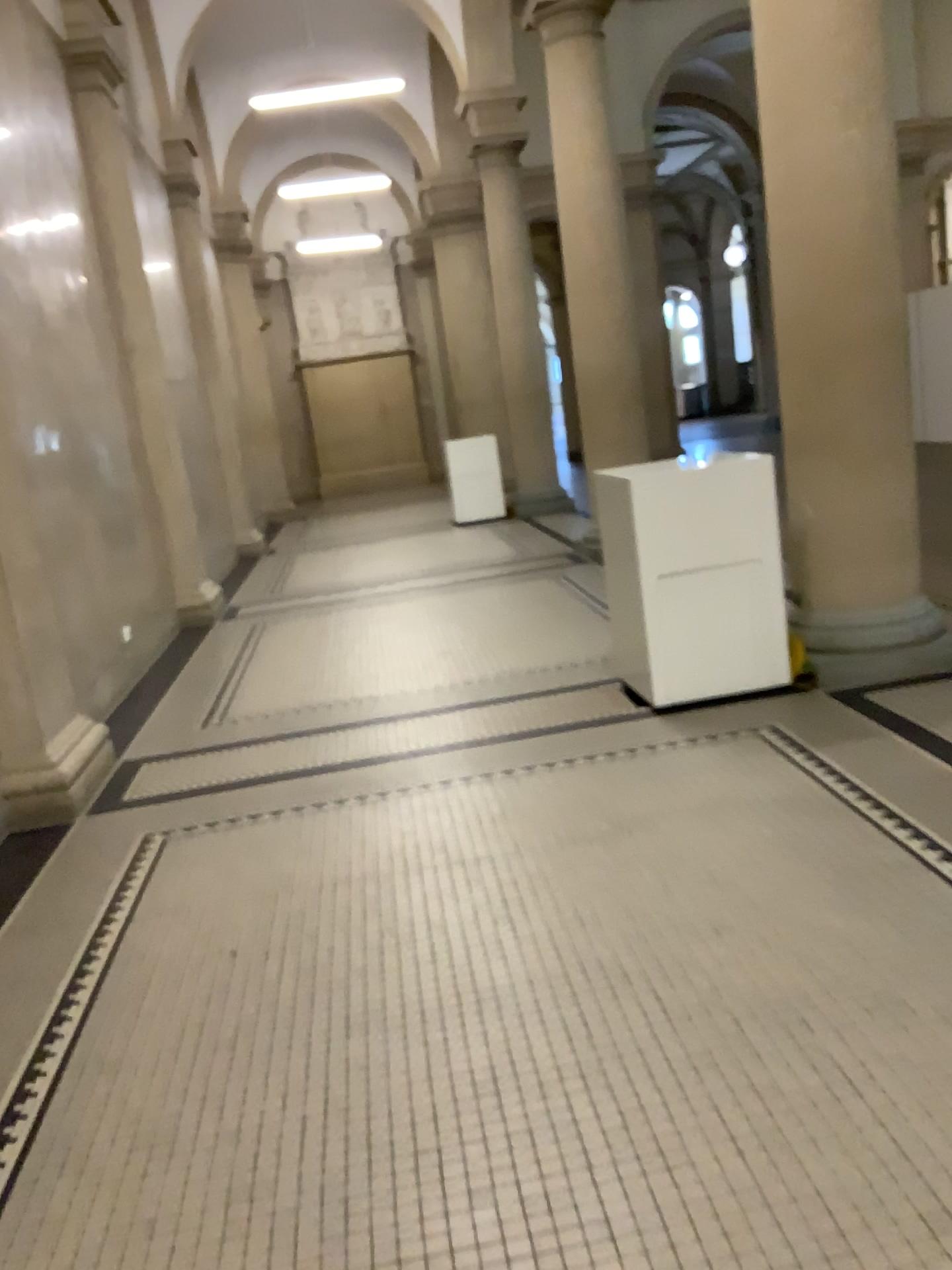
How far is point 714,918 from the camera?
2.7 meters
